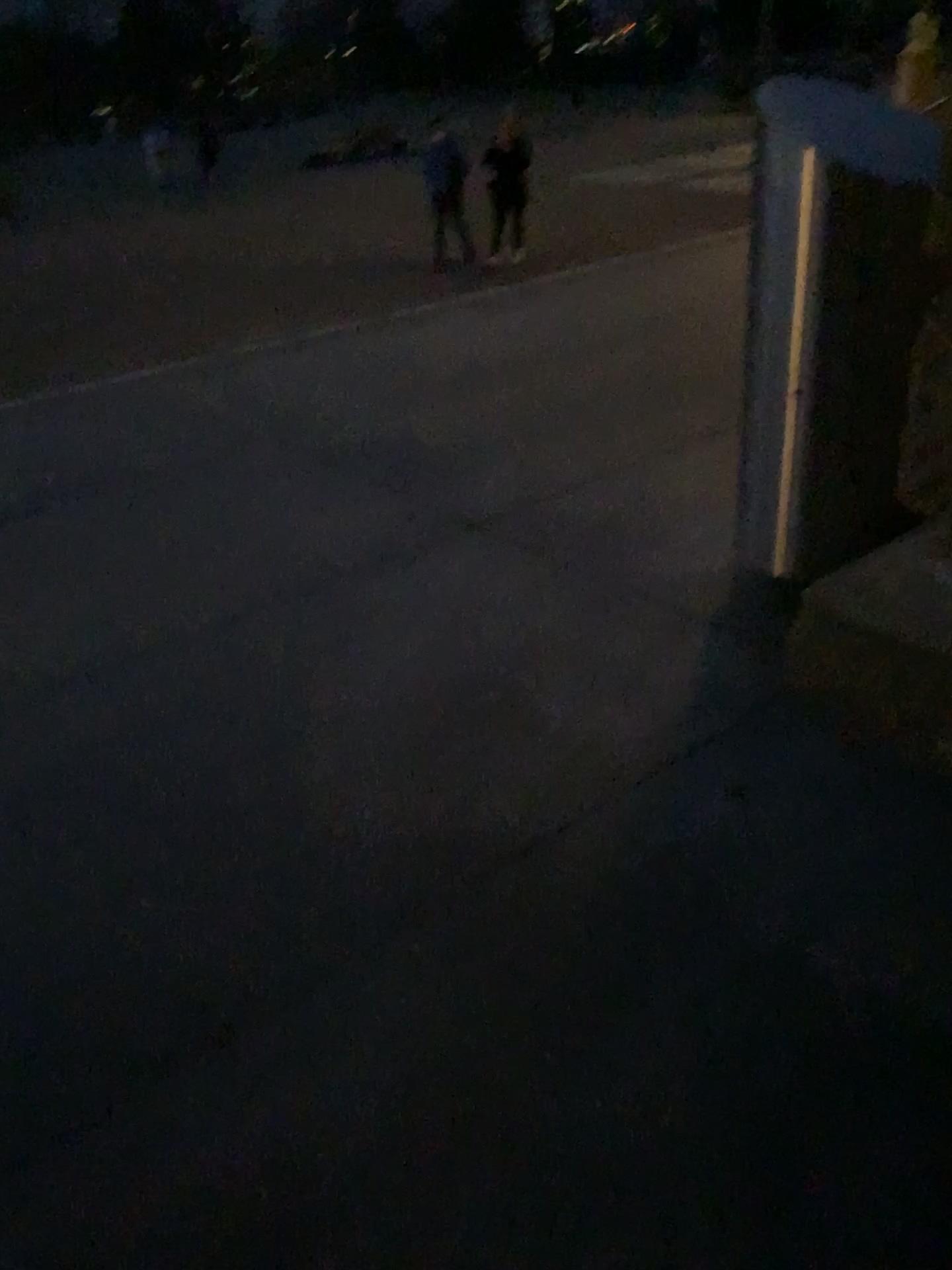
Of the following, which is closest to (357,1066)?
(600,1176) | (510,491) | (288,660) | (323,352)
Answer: (600,1176)
